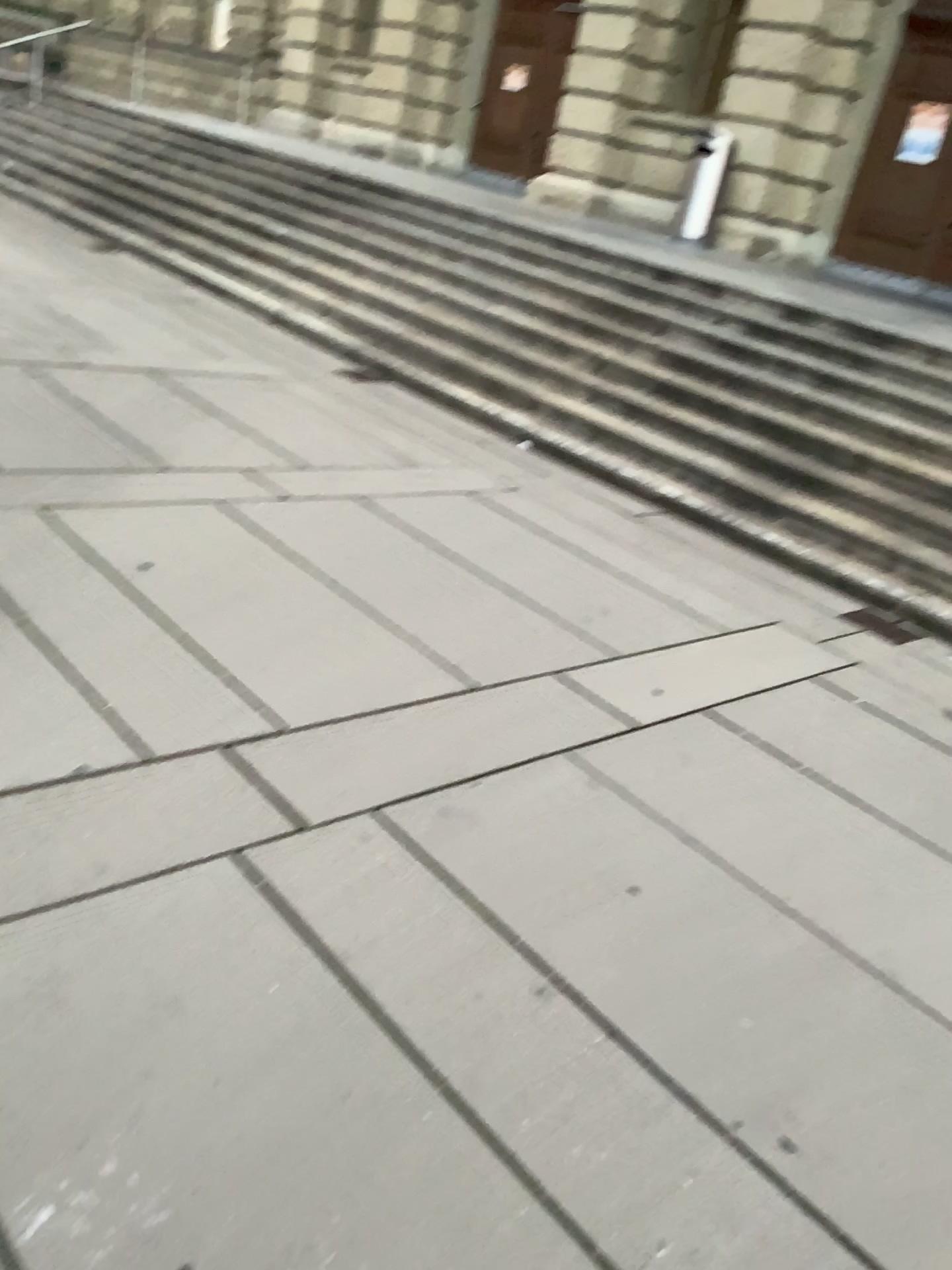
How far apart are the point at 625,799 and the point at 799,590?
2.62m
